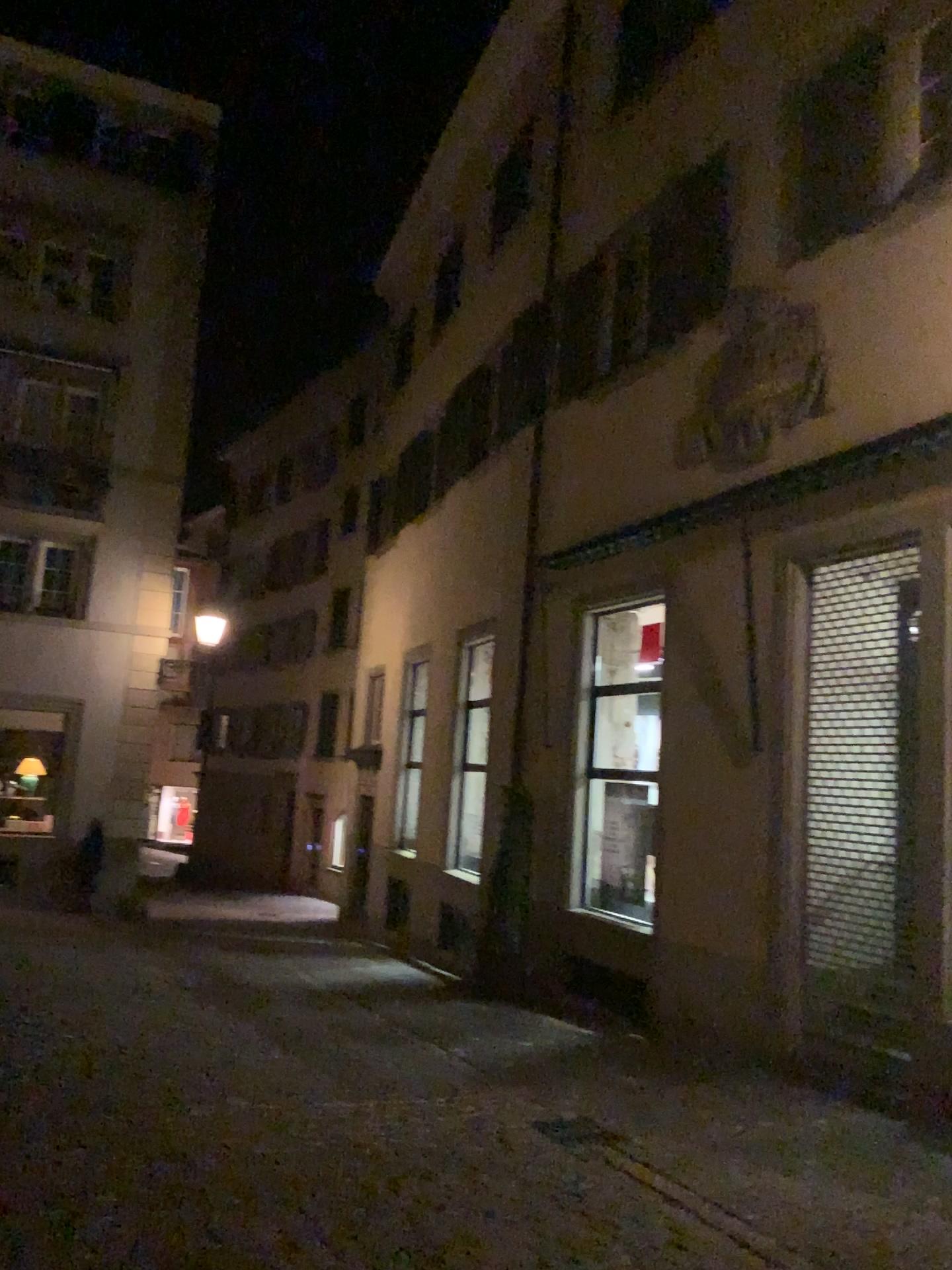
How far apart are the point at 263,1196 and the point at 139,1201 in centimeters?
53cm
